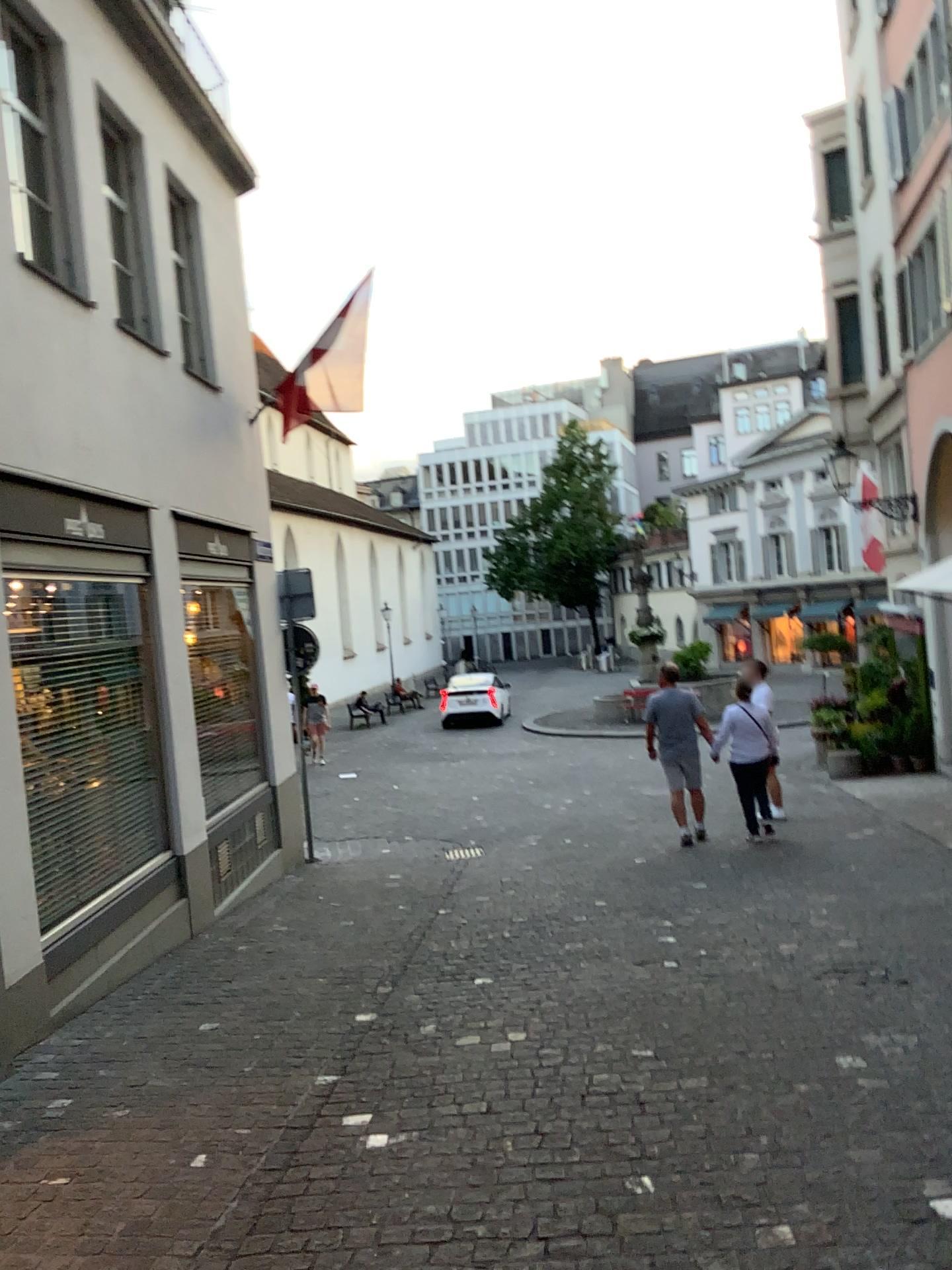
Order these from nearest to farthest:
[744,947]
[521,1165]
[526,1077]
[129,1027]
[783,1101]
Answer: [521,1165], [783,1101], [526,1077], [129,1027], [744,947]
